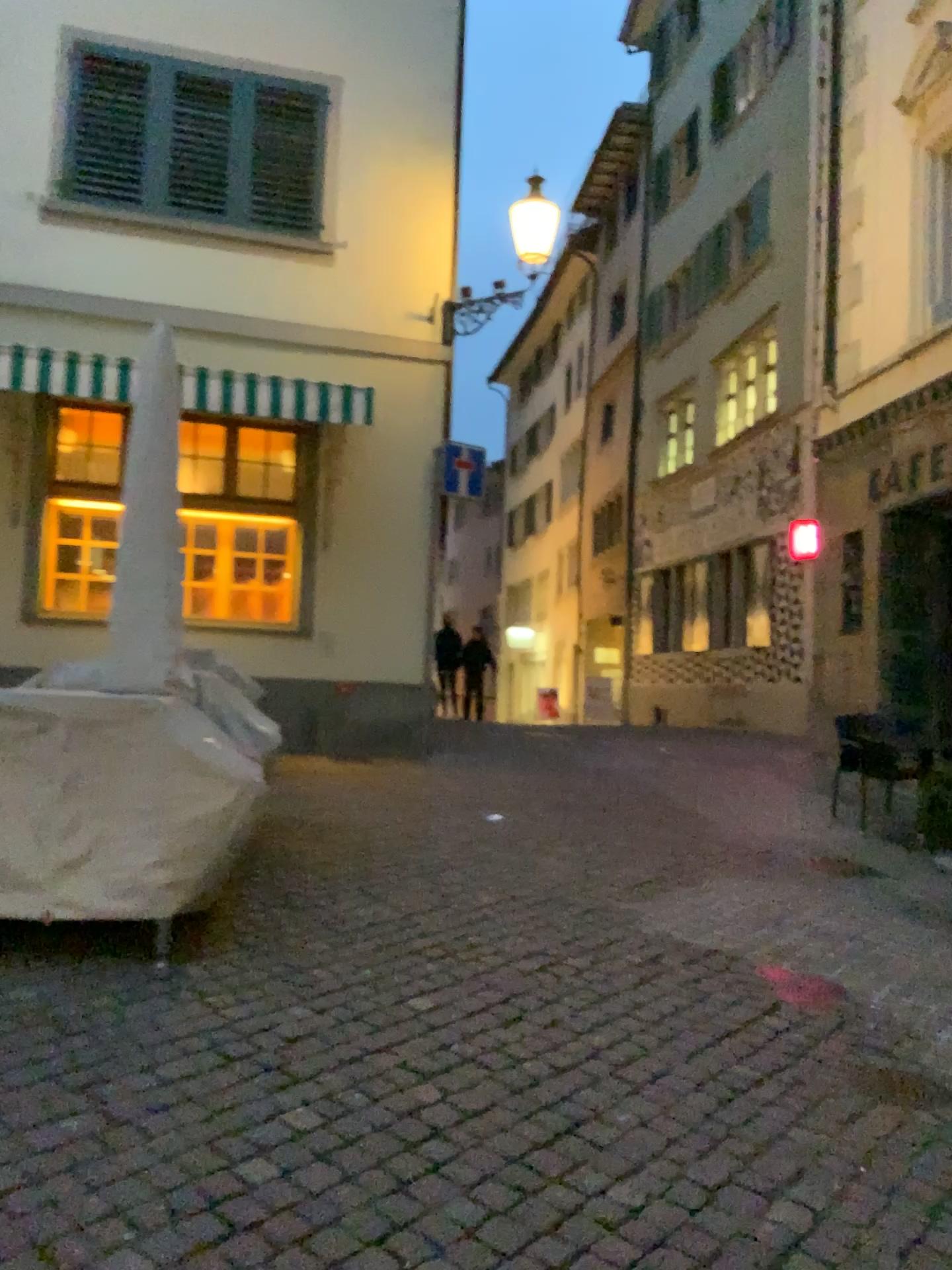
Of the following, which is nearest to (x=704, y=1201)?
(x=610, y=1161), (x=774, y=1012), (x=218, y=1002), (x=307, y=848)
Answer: (x=610, y=1161)
